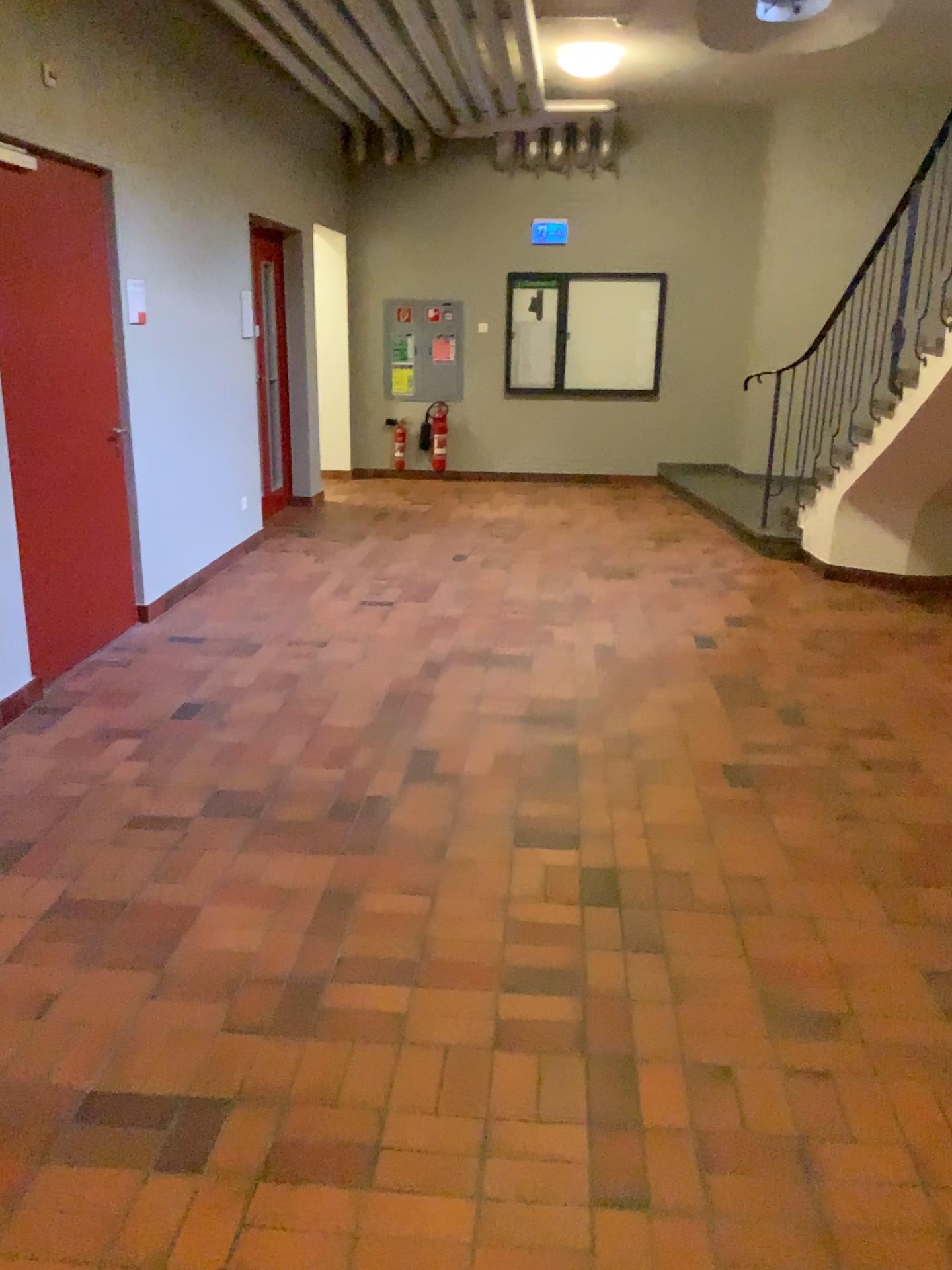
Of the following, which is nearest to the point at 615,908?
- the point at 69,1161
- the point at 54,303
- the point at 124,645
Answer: the point at 69,1161
